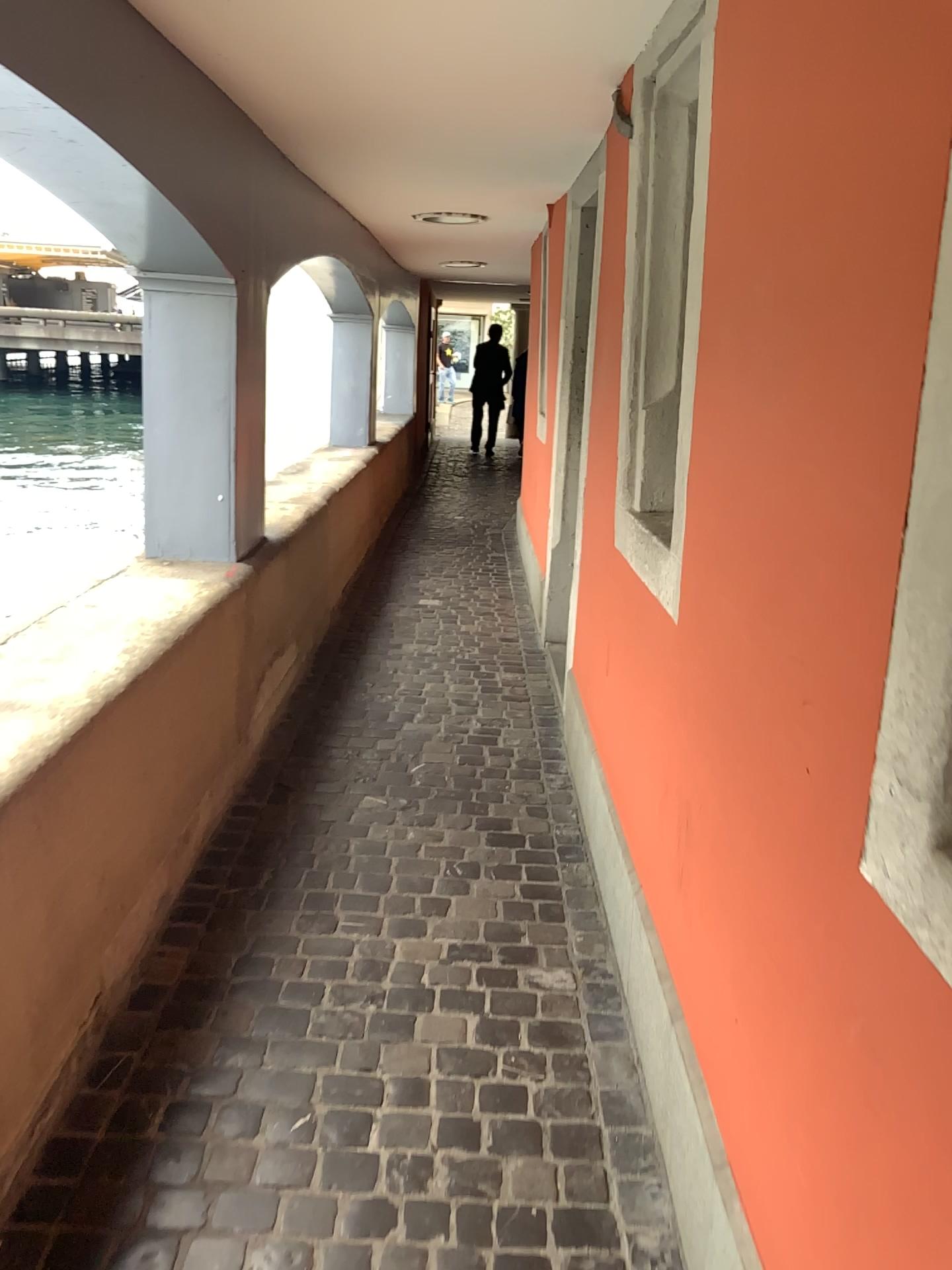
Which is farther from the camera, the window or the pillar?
the pillar

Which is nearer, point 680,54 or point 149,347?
point 680,54

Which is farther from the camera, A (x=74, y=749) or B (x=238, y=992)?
B (x=238, y=992)

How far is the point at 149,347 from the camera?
3.2m

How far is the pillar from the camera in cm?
322

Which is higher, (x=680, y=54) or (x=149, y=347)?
(x=680, y=54)
